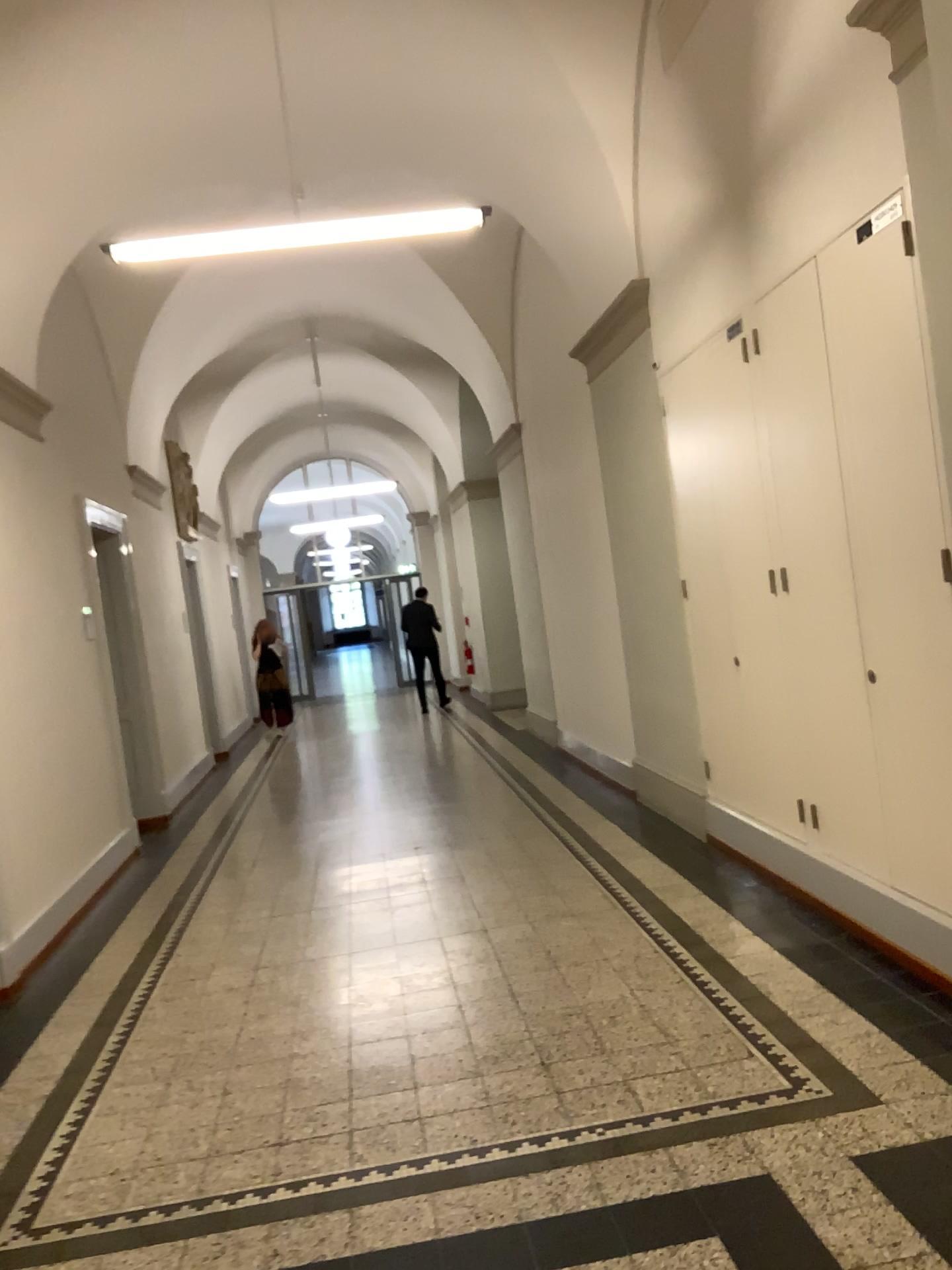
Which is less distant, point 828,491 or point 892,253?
point 892,253

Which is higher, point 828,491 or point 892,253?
point 892,253

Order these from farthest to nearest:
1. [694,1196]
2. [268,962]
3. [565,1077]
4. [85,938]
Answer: [85,938] → [268,962] → [565,1077] → [694,1196]

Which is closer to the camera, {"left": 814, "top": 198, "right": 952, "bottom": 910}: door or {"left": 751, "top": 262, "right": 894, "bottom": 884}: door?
{"left": 814, "top": 198, "right": 952, "bottom": 910}: door
